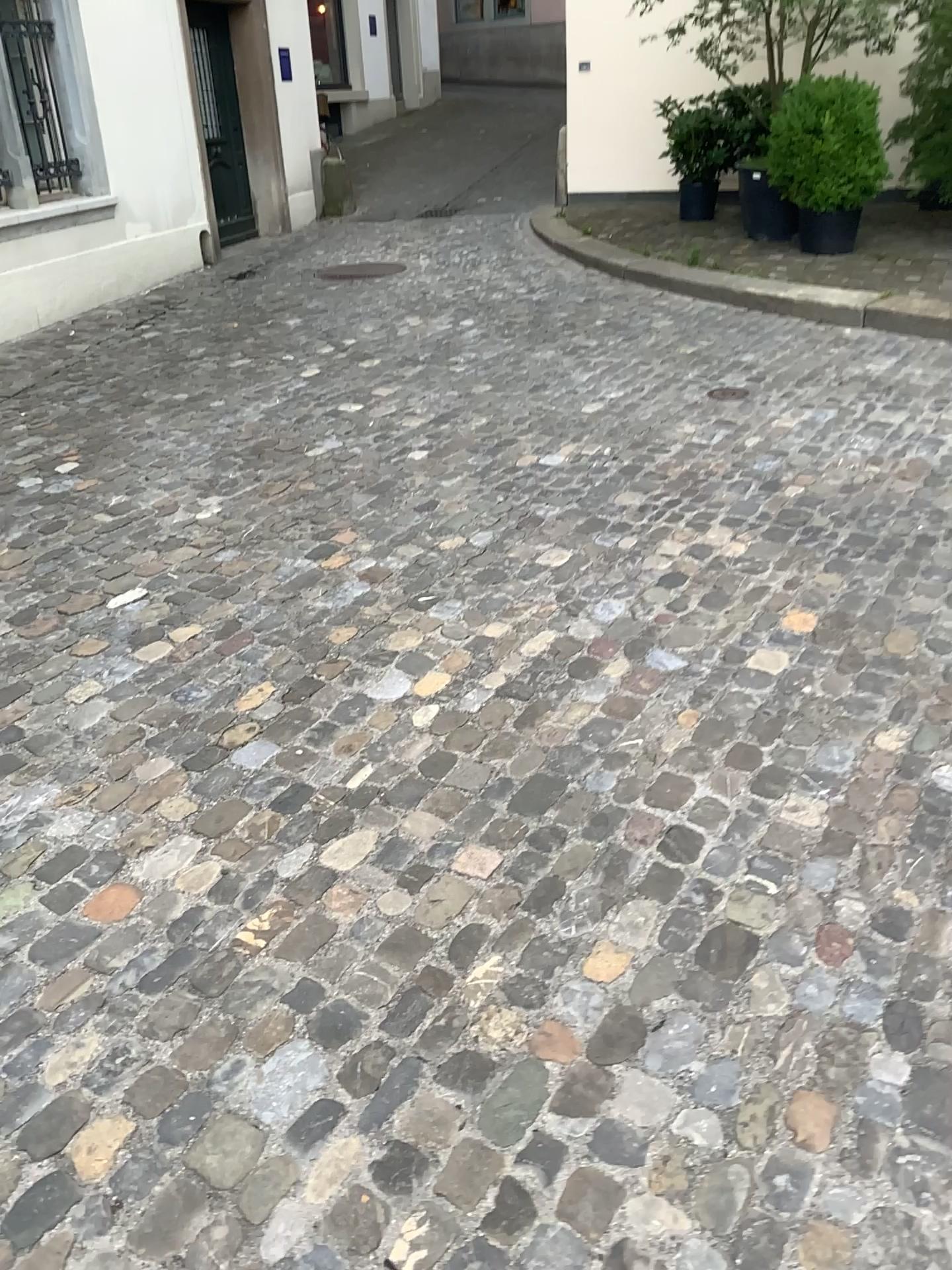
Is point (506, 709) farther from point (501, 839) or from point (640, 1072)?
point (640, 1072)
